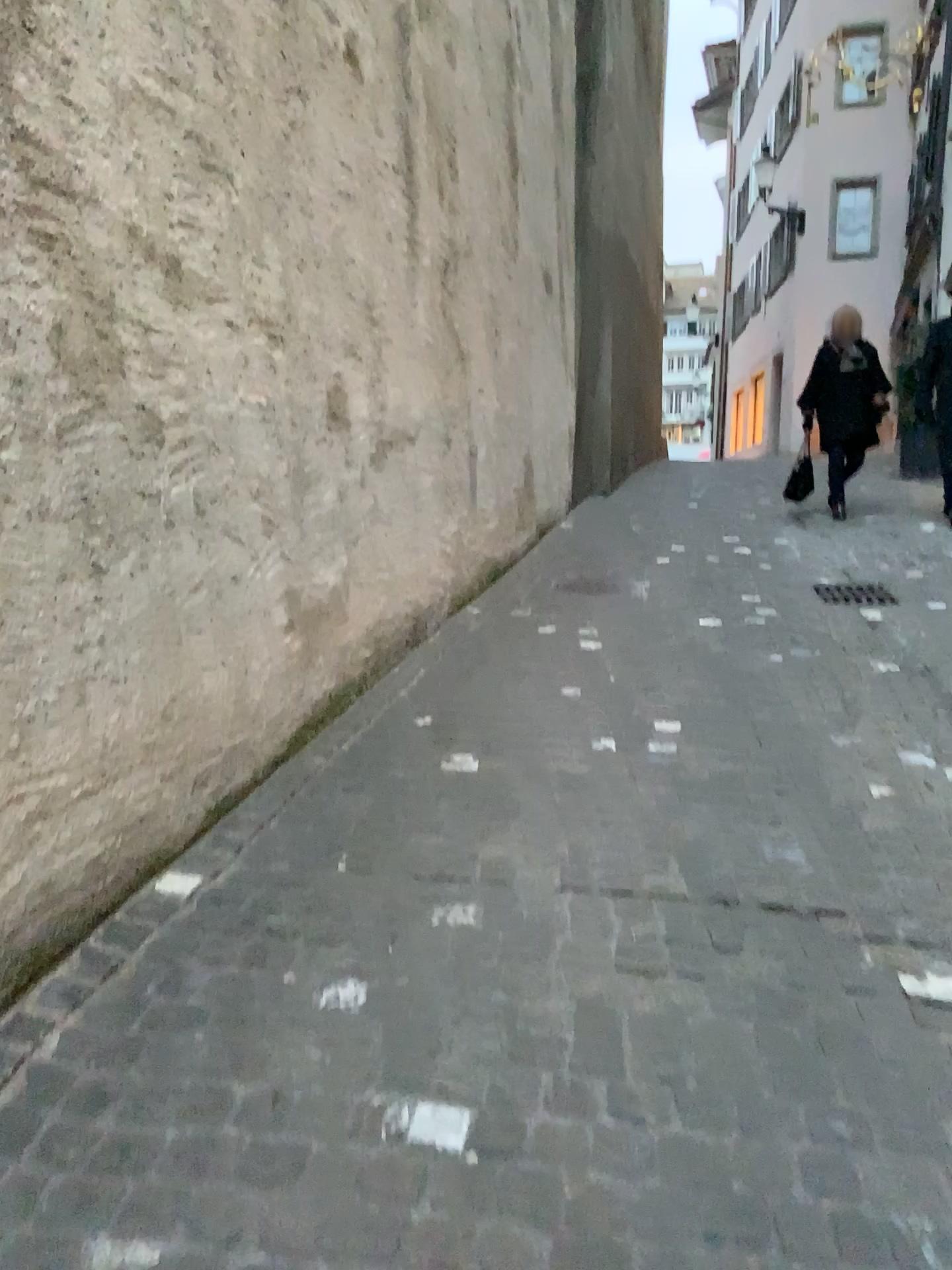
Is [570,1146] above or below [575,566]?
below
